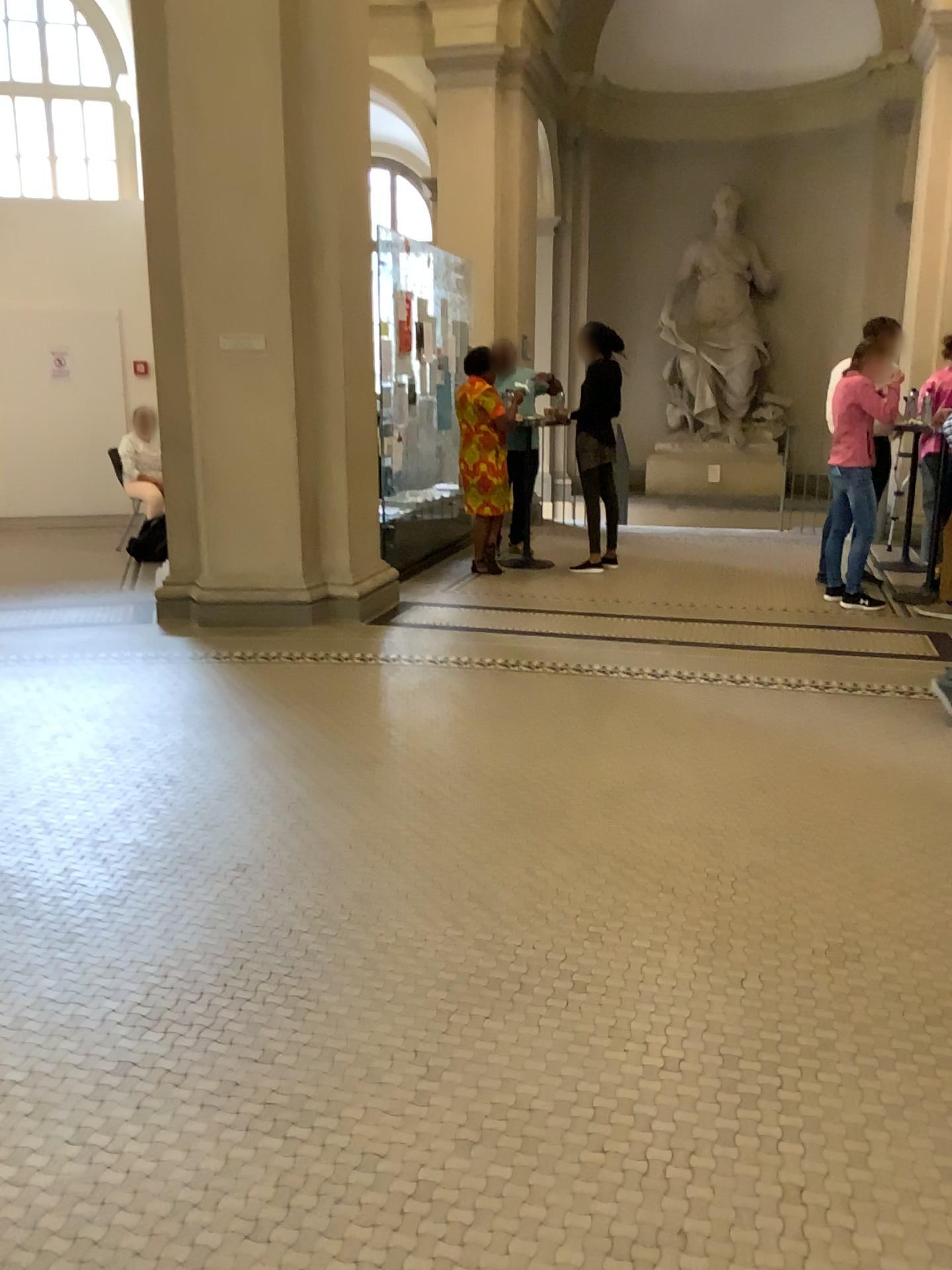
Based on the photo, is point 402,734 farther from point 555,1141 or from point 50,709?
point 555,1141
